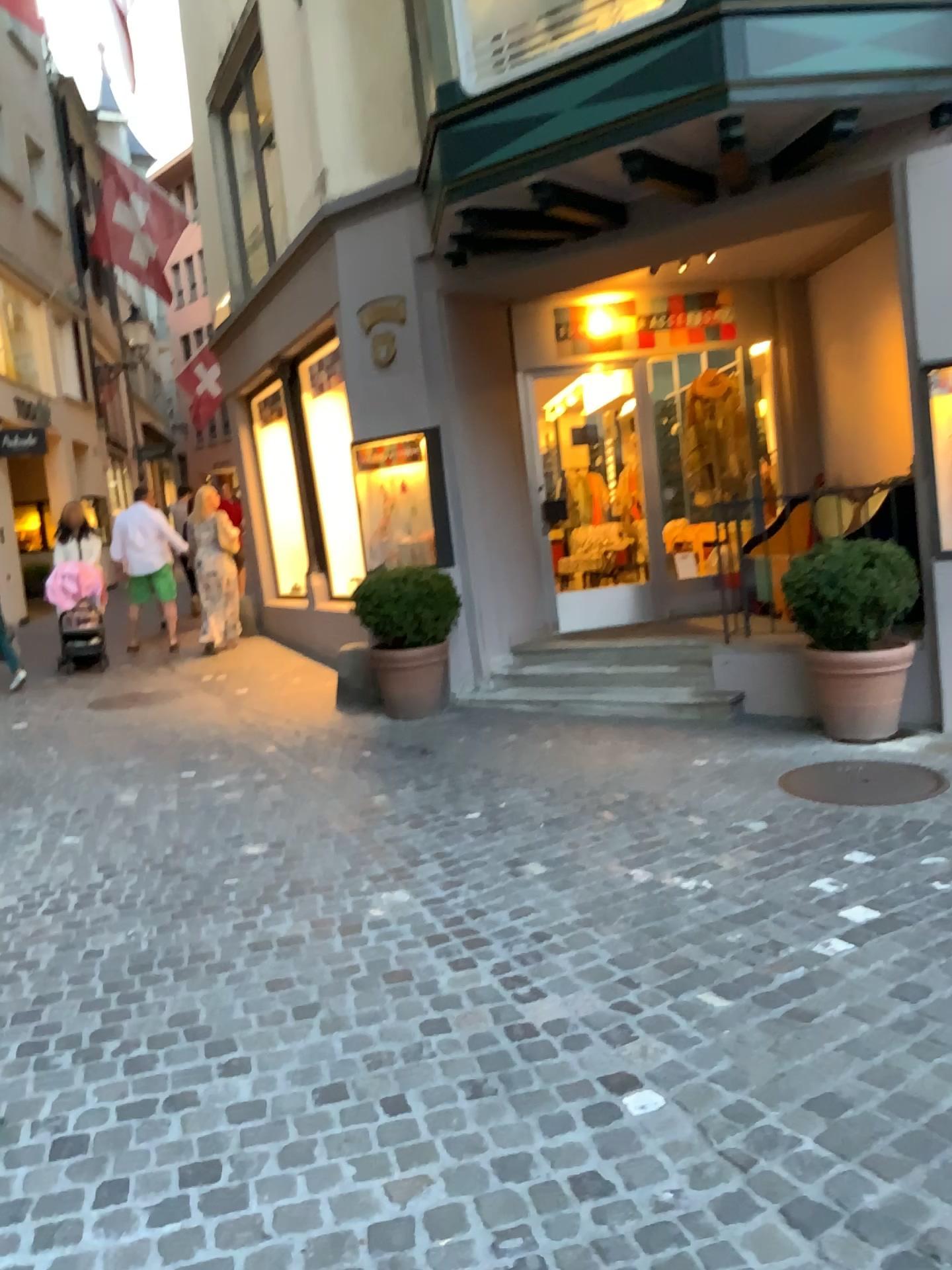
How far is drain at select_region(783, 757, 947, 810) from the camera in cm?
467

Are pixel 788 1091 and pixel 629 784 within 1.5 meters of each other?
no

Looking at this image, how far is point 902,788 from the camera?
4.7m

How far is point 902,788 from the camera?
4.7m

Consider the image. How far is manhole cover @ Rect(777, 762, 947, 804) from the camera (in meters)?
4.67
